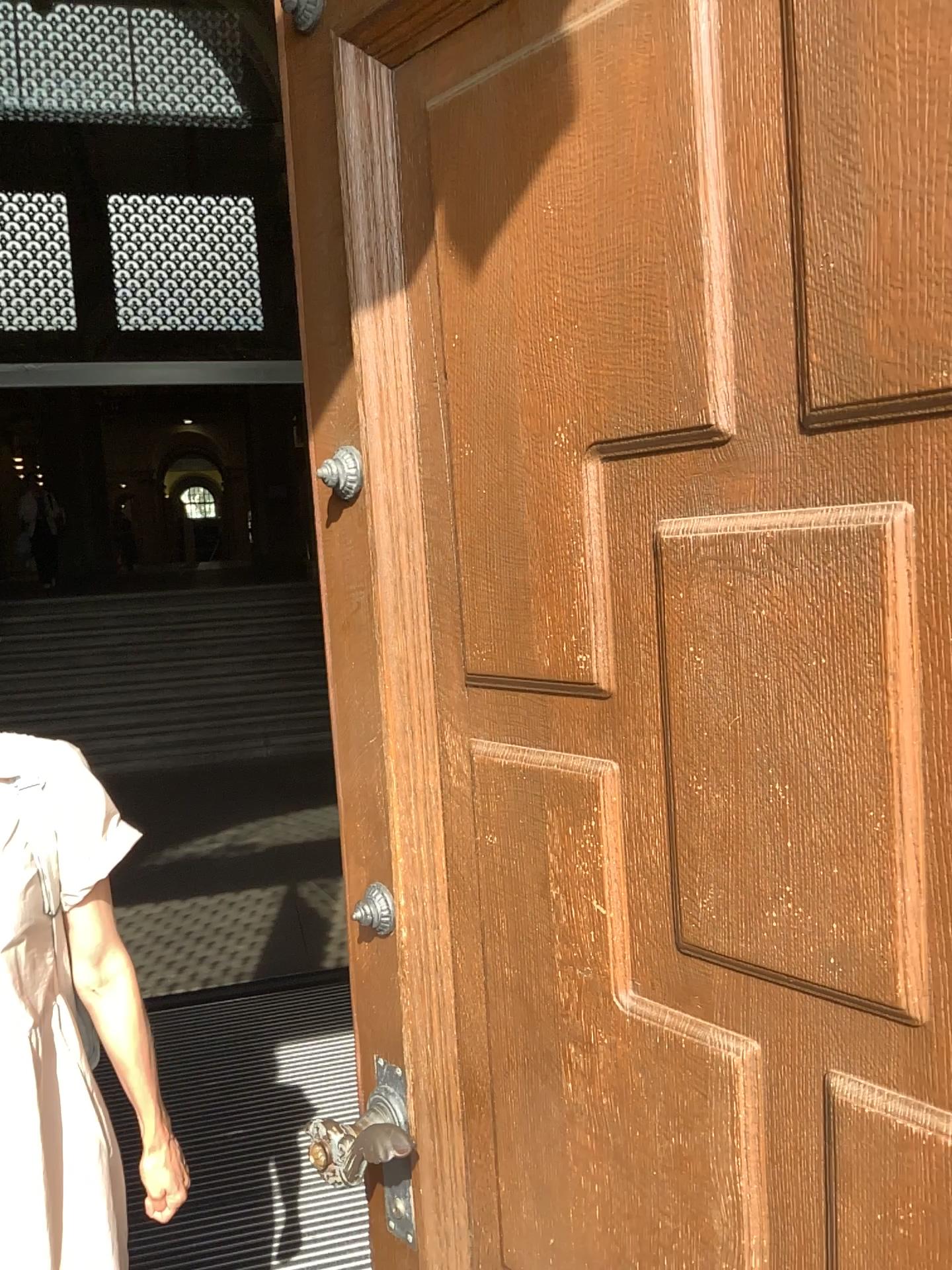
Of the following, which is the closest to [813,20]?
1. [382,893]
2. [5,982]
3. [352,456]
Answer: [352,456]

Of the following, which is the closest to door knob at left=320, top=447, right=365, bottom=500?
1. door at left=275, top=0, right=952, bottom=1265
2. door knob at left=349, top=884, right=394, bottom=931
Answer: door at left=275, top=0, right=952, bottom=1265

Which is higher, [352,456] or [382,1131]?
[352,456]

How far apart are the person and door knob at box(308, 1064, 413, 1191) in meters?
0.3 m

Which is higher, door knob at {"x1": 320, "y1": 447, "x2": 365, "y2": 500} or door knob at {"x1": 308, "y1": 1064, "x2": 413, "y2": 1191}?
door knob at {"x1": 320, "y1": 447, "x2": 365, "y2": 500}

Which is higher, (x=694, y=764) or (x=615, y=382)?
(x=615, y=382)

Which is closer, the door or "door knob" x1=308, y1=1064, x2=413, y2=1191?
the door

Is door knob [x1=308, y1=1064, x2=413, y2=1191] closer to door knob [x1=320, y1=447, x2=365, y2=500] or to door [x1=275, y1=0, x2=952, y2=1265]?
door [x1=275, y1=0, x2=952, y2=1265]

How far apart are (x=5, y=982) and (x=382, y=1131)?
0.5 meters

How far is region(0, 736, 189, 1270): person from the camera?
1.3m
